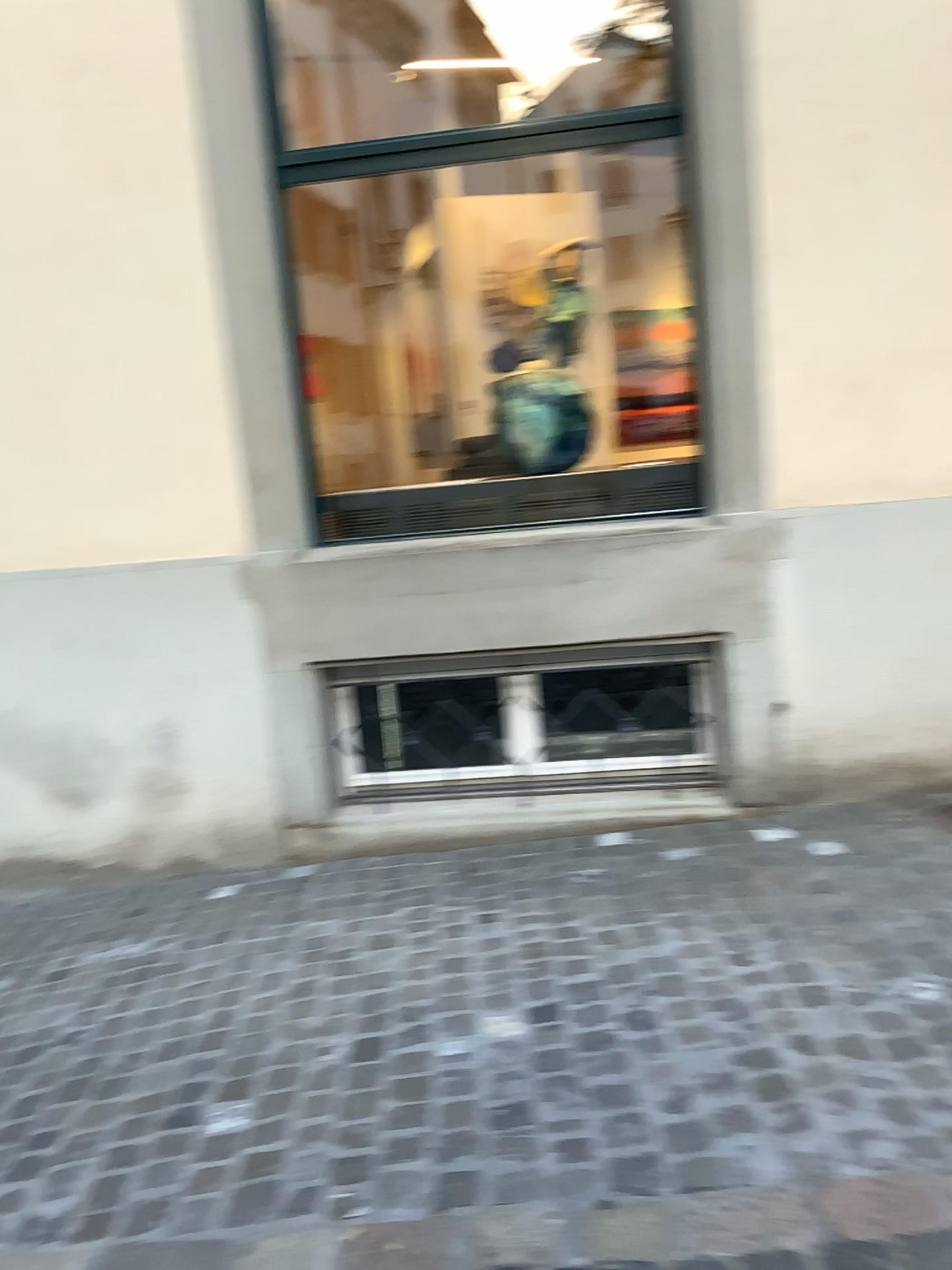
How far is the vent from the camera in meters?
3.9 m

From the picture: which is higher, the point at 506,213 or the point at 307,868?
the point at 506,213

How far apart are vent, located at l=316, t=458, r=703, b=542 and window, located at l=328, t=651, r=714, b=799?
0.5m

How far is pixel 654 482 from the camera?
3.92m

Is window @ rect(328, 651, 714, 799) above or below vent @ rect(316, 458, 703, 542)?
below

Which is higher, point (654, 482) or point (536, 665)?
point (654, 482)

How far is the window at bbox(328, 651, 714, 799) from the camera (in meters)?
3.91

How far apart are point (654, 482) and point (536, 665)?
0.8 meters
